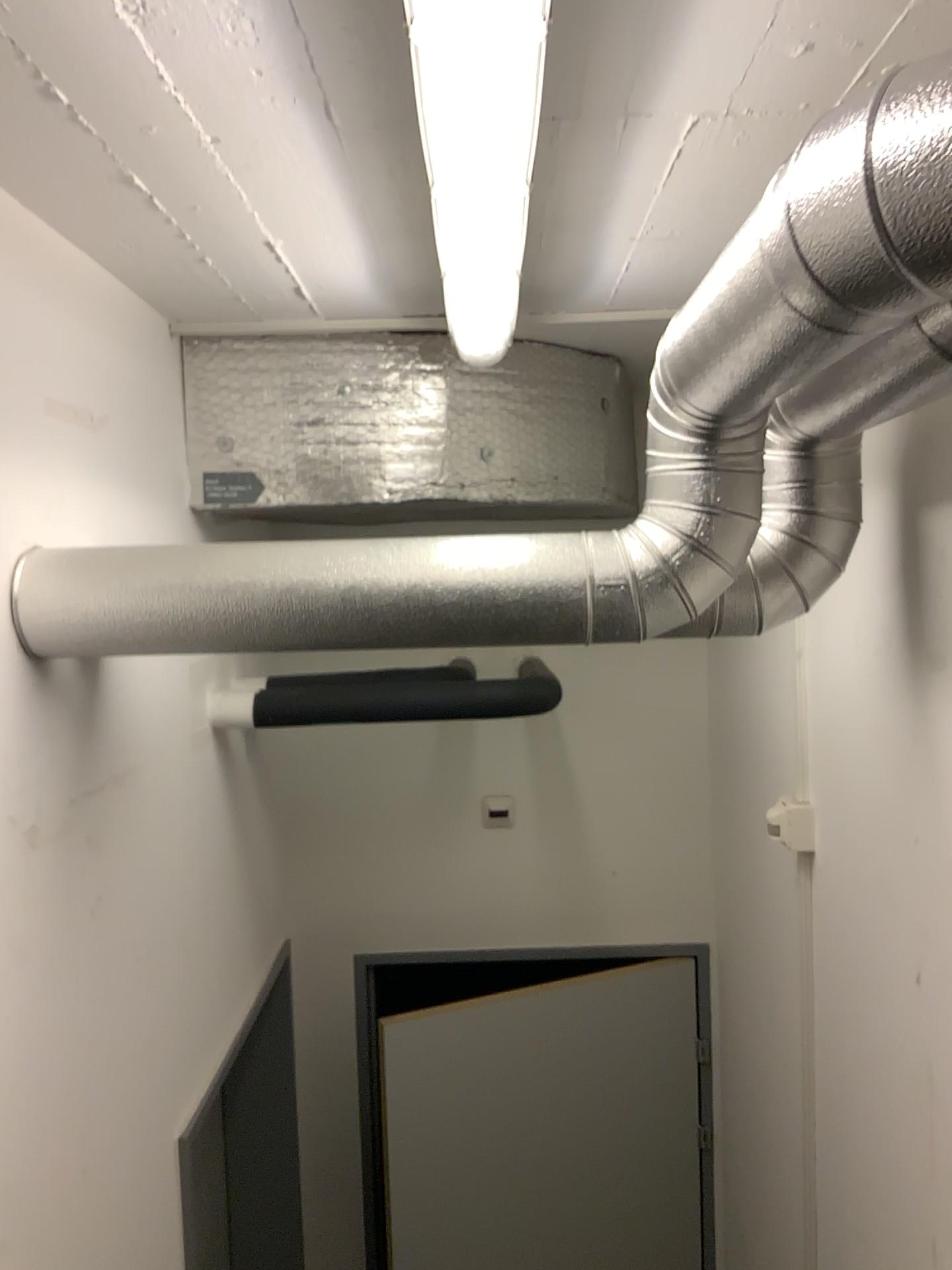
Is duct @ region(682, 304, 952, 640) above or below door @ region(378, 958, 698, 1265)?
above

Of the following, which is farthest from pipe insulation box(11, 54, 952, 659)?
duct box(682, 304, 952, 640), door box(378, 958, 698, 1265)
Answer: door box(378, 958, 698, 1265)

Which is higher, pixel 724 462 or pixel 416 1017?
pixel 724 462

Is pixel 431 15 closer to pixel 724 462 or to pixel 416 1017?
pixel 724 462

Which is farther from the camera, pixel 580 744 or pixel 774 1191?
pixel 580 744

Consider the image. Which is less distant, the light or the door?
the light

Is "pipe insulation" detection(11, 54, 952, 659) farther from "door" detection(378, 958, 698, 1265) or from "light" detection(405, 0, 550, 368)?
"door" detection(378, 958, 698, 1265)

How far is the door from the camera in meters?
2.7

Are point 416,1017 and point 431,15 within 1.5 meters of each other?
no

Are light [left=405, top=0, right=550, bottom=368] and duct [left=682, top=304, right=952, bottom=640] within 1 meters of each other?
yes
